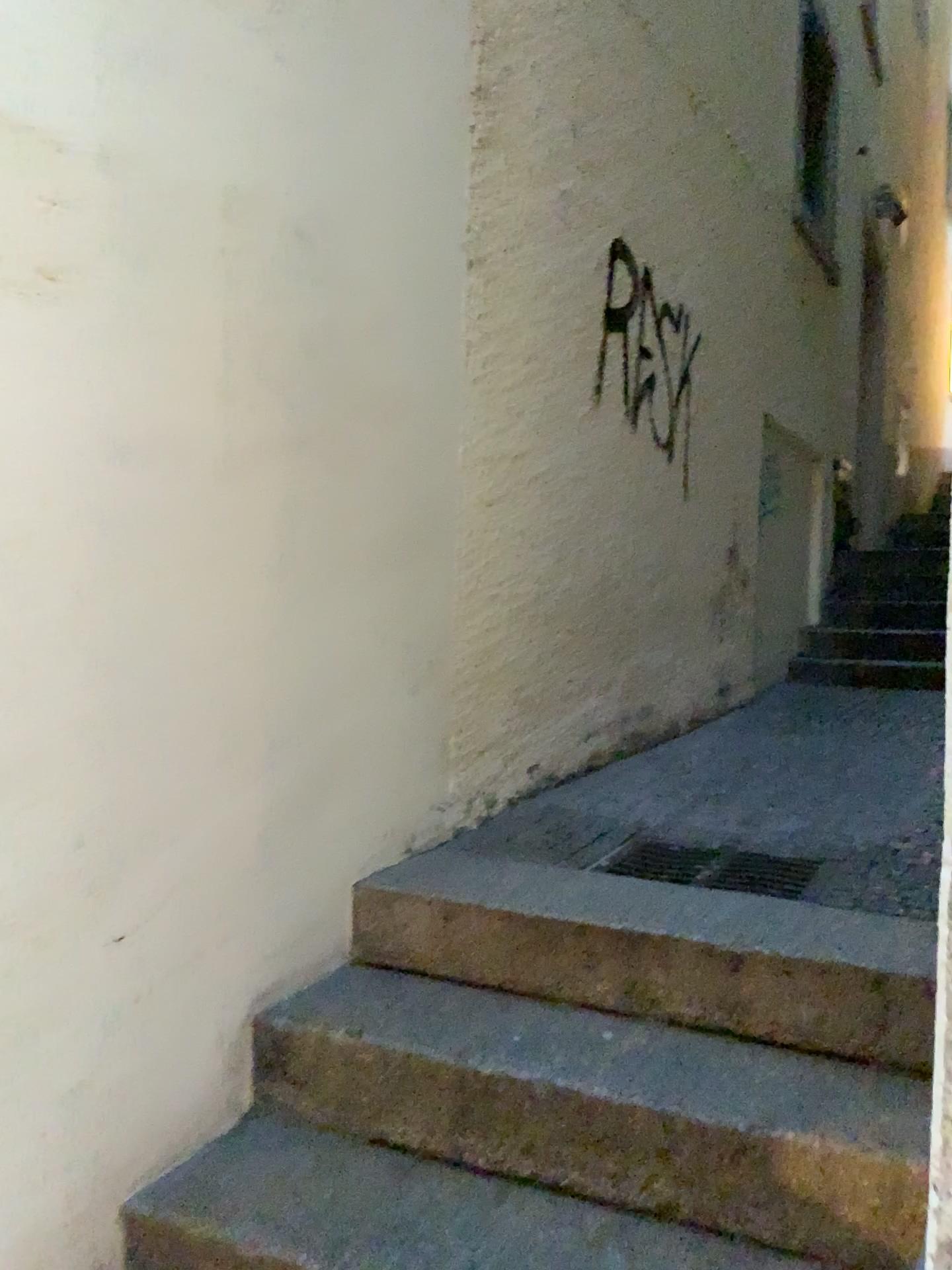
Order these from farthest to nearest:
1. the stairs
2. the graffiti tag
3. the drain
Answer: the graffiti tag < the drain < the stairs

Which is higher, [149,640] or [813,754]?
[149,640]

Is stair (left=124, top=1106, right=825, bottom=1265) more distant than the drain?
No

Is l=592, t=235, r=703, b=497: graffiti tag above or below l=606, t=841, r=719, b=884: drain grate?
above

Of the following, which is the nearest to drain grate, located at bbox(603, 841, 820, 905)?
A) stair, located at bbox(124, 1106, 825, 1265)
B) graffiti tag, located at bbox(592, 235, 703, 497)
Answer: stair, located at bbox(124, 1106, 825, 1265)

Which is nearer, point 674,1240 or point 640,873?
point 674,1240

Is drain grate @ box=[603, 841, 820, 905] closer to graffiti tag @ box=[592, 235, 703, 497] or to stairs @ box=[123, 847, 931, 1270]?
stairs @ box=[123, 847, 931, 1270]

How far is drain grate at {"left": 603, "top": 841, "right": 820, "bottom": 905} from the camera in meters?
2.5 m

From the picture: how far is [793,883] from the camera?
2.5 meters

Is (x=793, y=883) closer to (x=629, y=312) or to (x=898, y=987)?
(x=898, y=987)
